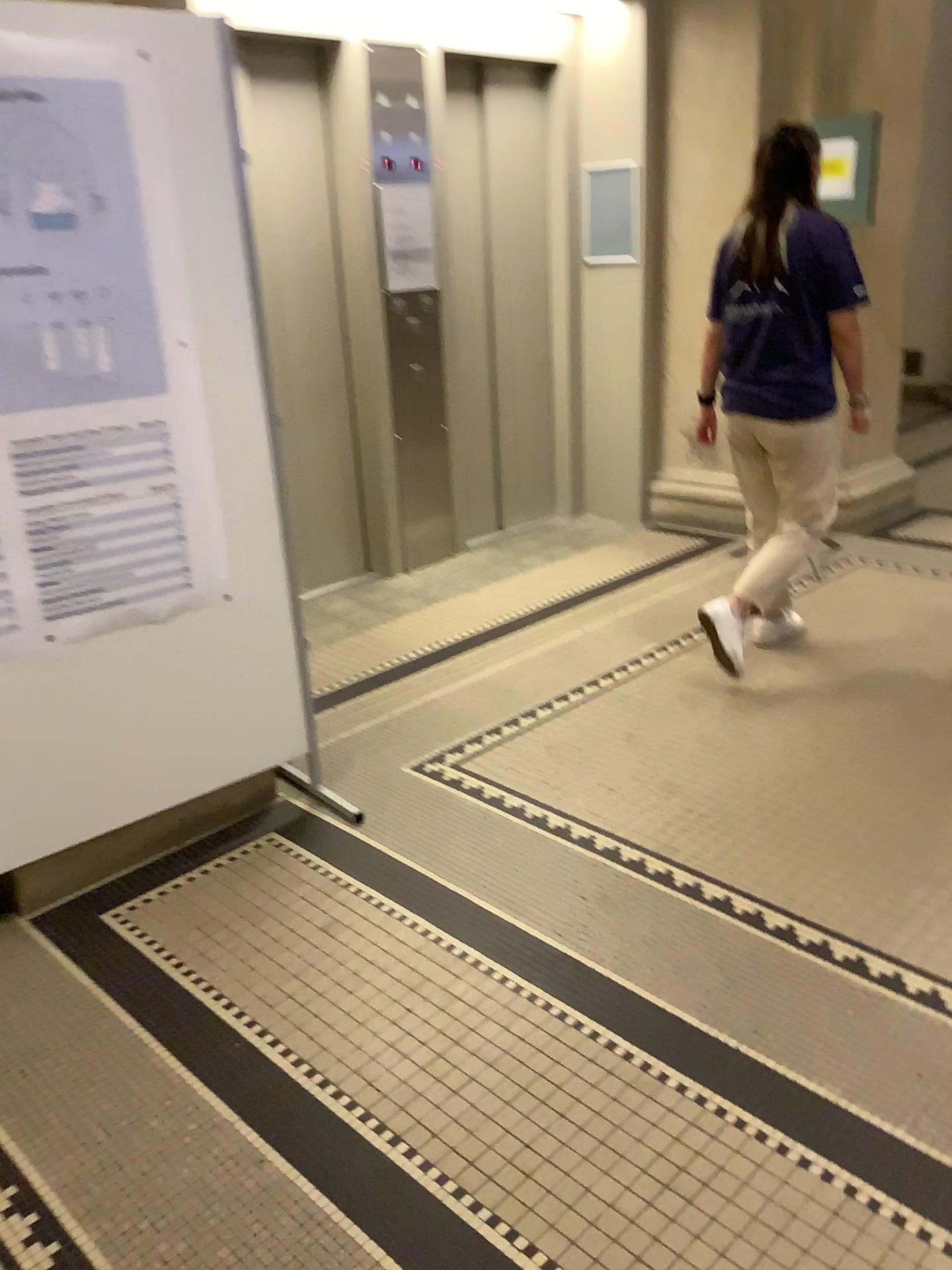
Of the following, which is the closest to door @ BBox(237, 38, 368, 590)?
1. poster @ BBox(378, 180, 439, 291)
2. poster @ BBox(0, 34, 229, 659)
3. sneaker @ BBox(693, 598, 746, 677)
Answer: poster @ BBox(378, 180, 439, 291)

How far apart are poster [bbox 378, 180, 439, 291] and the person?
1.60m

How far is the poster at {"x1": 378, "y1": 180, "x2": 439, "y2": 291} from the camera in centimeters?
445cm

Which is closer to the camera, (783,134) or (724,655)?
(783,134)

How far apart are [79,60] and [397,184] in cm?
244

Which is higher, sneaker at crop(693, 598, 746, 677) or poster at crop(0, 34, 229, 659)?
poster at crop(0, 34, 229, 659)

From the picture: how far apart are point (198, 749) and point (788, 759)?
1.7 meters

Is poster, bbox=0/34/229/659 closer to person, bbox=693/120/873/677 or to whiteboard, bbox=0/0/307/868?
whiteboard, bbox=0/0/307/868

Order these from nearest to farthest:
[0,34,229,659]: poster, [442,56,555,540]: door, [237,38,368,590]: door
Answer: [0,34,229,659]: poster < [237,38,368,590]: door < [442,56,555,540]: door

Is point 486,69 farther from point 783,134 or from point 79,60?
point 79,60
